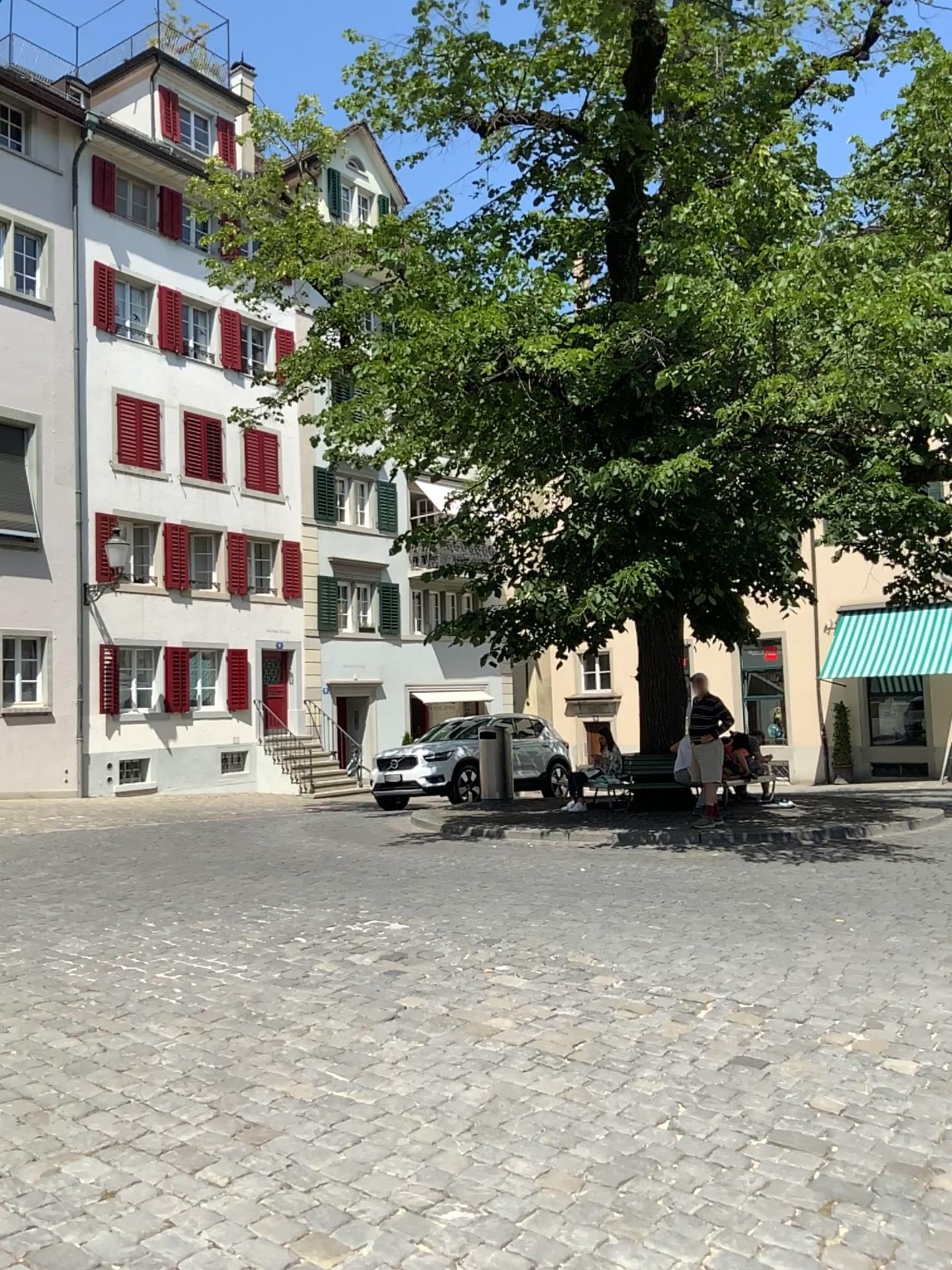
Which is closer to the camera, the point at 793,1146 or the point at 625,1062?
the point at 793,1146
